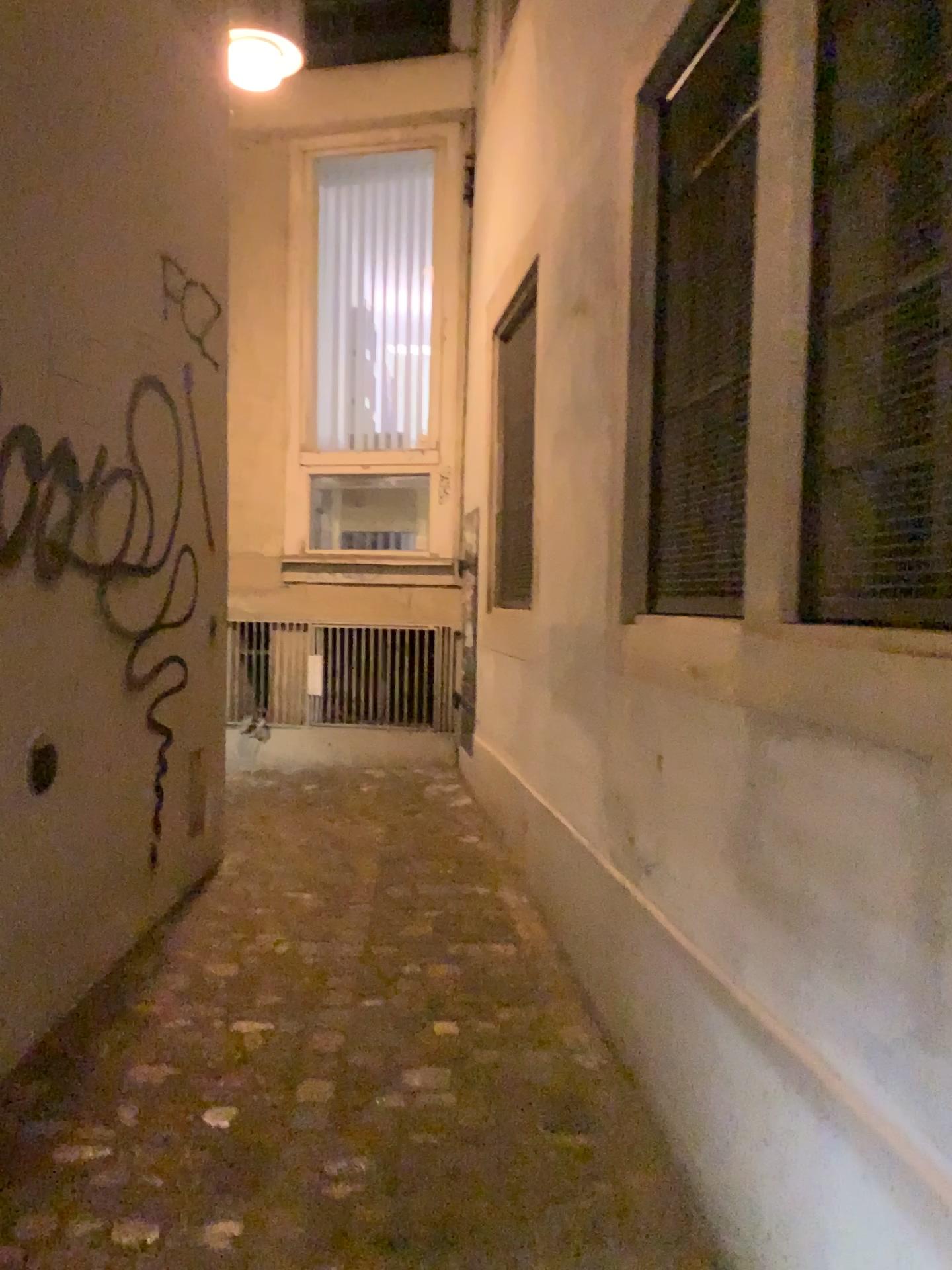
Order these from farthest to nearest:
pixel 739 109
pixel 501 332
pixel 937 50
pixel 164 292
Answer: pixel 501 332, pixel 164 292, pixel 739 109, pixel 937 50

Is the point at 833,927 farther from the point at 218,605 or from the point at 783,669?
the point at 218,605

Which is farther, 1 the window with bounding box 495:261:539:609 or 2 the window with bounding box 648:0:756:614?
1 the window with bounding box 495:261:539:609

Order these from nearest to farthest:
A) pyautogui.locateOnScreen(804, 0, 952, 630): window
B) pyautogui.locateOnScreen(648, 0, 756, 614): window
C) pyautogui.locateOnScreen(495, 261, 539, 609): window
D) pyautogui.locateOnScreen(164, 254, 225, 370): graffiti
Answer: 1. pyautogui.locateOnScreen(804, 0, 952, 630): window
2. pyautogui.locateOnScreen(648, 0, 756, 614): window
3. pyautogui.locateOnScreen(164, 254, 225, 370): graffiti
4. pyautogui.locateOnScreen(495, 261, 539, 609): window

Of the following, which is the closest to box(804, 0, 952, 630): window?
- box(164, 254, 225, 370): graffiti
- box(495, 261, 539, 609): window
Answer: box(164, 254, 225, 370): graffiti

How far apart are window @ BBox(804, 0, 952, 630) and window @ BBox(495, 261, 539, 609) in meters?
3.0 m

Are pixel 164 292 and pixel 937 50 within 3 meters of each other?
yes

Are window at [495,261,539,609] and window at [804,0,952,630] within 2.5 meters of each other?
no

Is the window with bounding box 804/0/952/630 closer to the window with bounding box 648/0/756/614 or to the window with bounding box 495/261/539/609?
the window with bounding box 648/0/756/614

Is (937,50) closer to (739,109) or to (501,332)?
(739,109)
